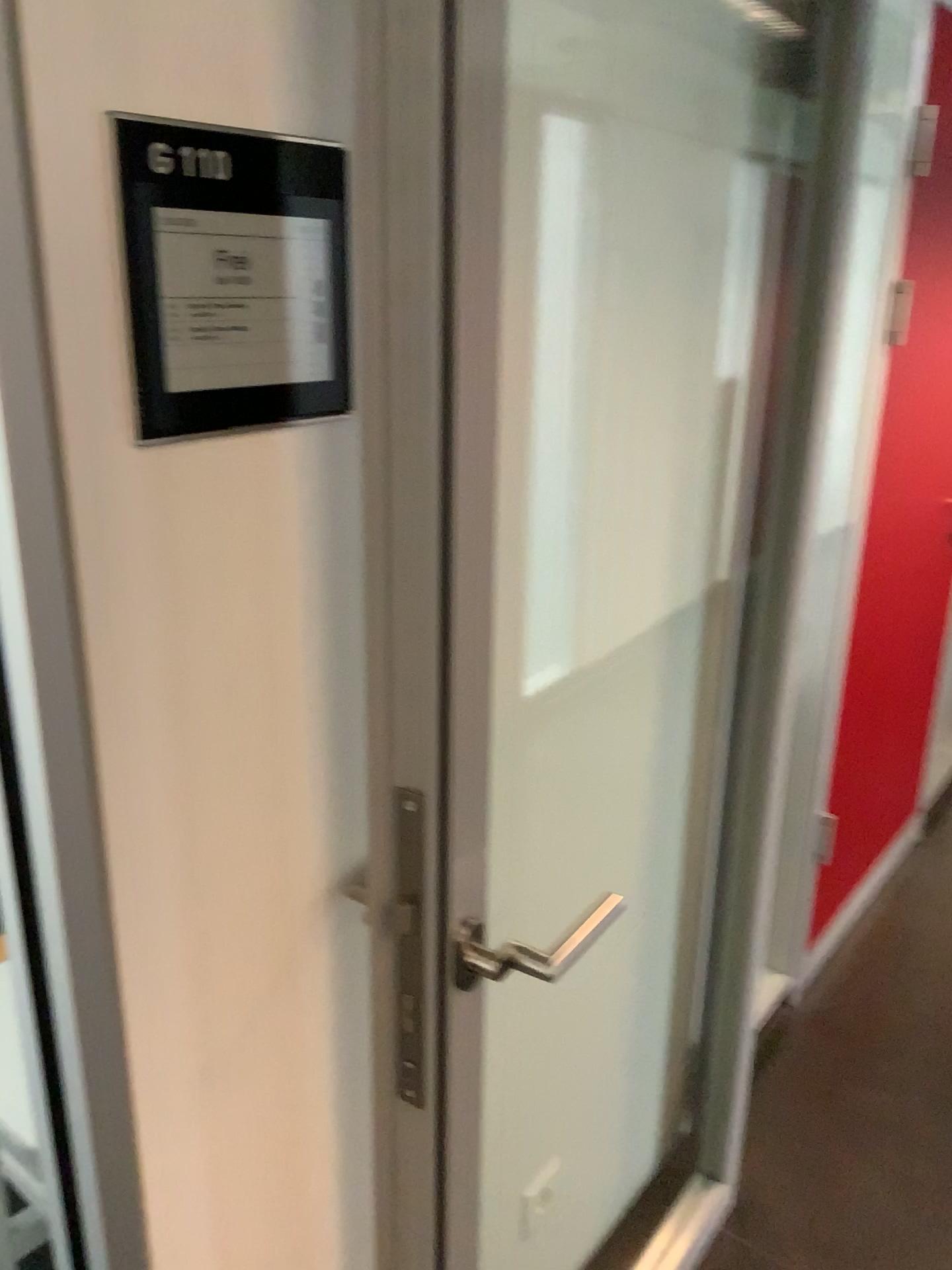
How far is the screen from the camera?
0.74m

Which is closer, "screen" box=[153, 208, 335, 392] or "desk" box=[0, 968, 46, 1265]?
"screen" box=[153, 208, 335, 392]

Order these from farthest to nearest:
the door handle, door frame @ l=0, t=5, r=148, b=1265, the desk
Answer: the desk → the door handle → door frame @ l=0, t=5, r=148, b=1265

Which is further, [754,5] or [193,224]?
[754,5]

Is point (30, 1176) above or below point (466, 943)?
below

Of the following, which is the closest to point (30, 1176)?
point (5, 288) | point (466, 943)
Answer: point (466, 943)

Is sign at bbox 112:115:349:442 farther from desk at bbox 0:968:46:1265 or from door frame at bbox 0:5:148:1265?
desk at bbox 0:968:46:1265

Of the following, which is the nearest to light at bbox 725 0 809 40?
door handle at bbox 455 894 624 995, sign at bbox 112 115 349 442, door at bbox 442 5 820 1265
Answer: door at bbox 442 5 820 1265

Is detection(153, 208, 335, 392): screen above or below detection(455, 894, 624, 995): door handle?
above

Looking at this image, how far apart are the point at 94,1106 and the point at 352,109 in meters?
0.8
